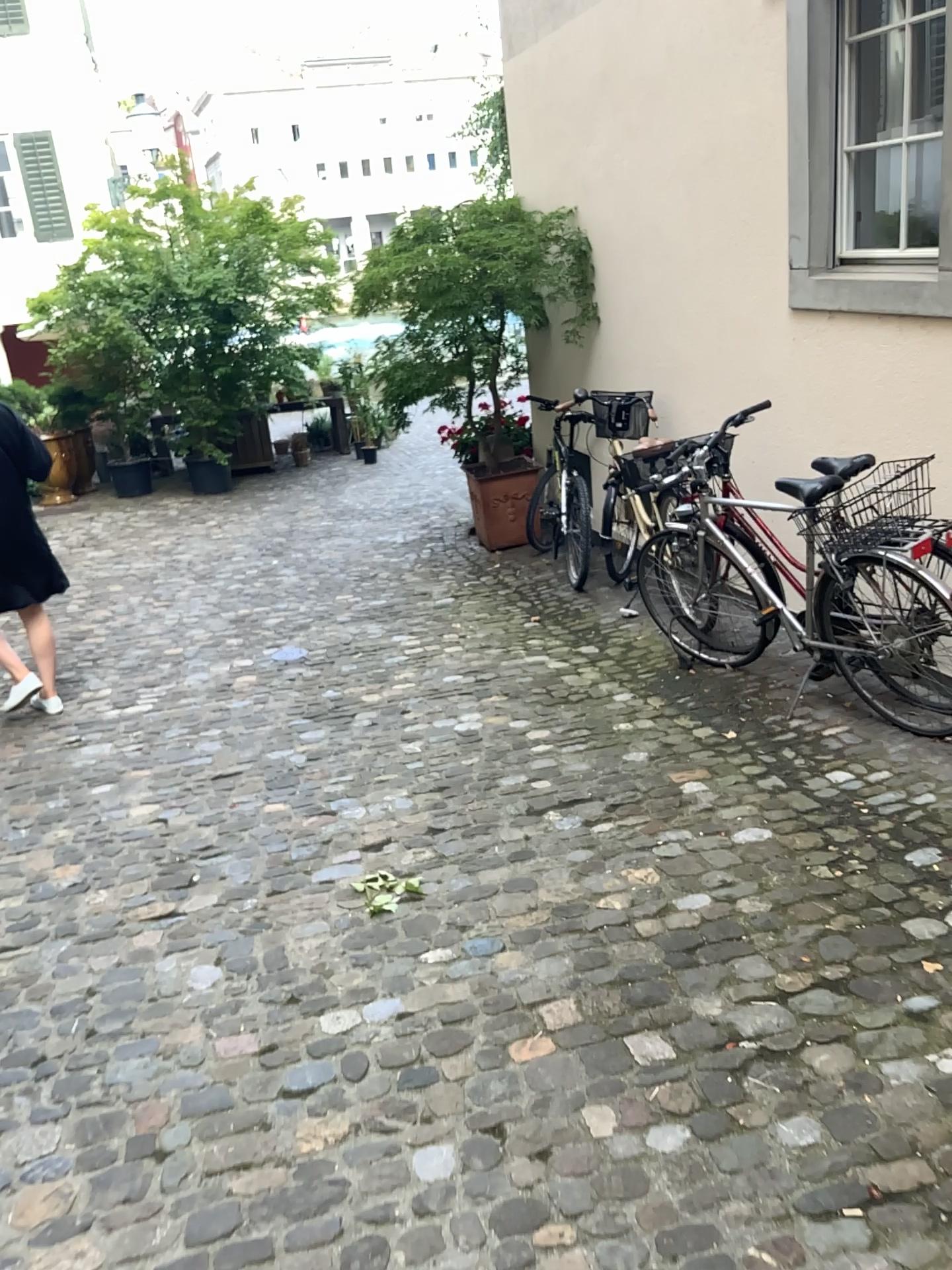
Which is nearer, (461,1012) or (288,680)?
(461,1012)
